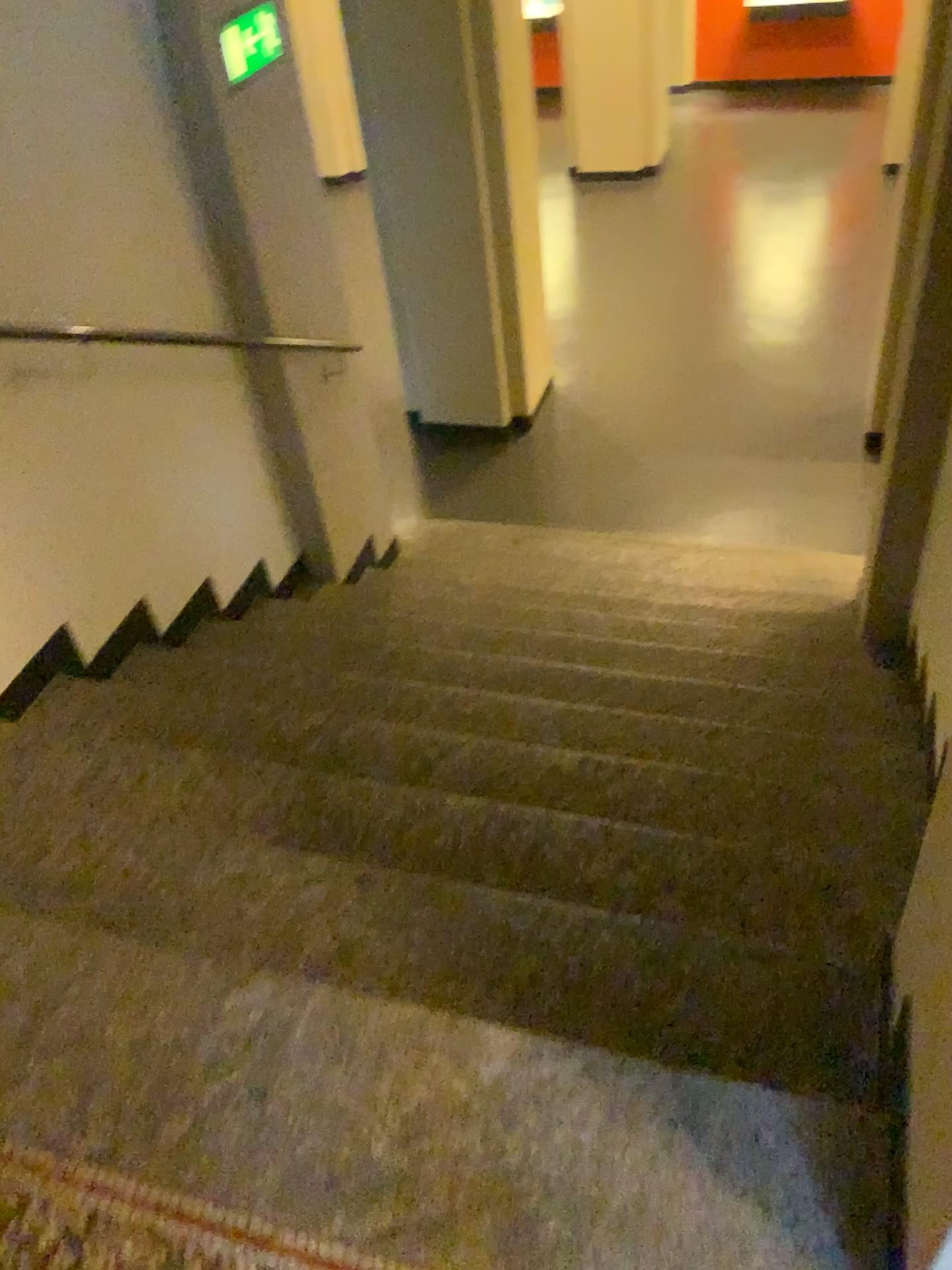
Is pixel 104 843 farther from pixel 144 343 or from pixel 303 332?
pixel 303 332
